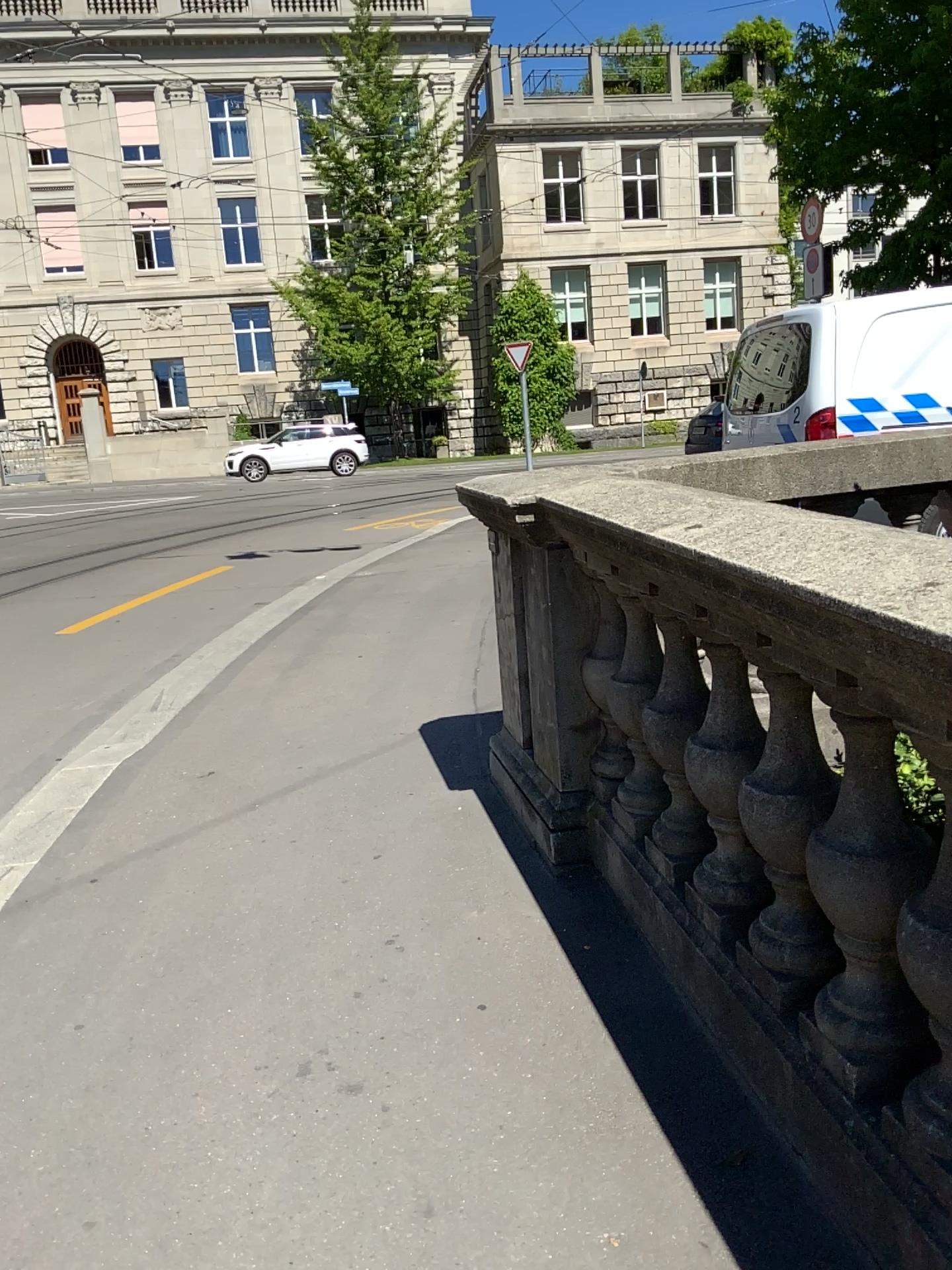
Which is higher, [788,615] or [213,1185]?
[788,615]
